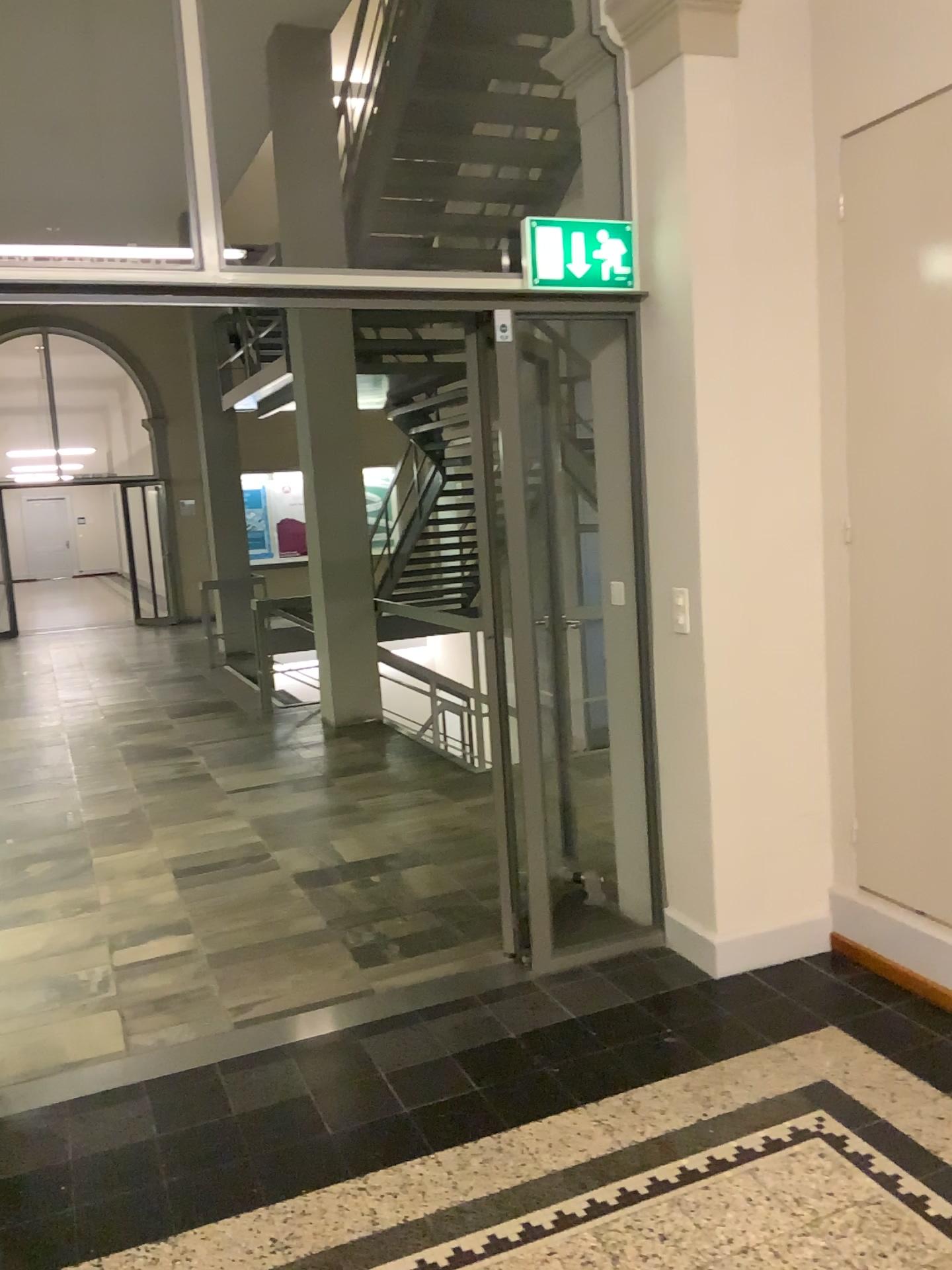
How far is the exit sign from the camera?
3.2 meters

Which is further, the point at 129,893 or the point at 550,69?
the point at 129,893

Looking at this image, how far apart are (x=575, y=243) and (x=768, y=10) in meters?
0.9

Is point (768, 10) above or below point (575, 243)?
above

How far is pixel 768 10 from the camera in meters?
3.1

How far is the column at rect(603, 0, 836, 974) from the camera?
3.10m
